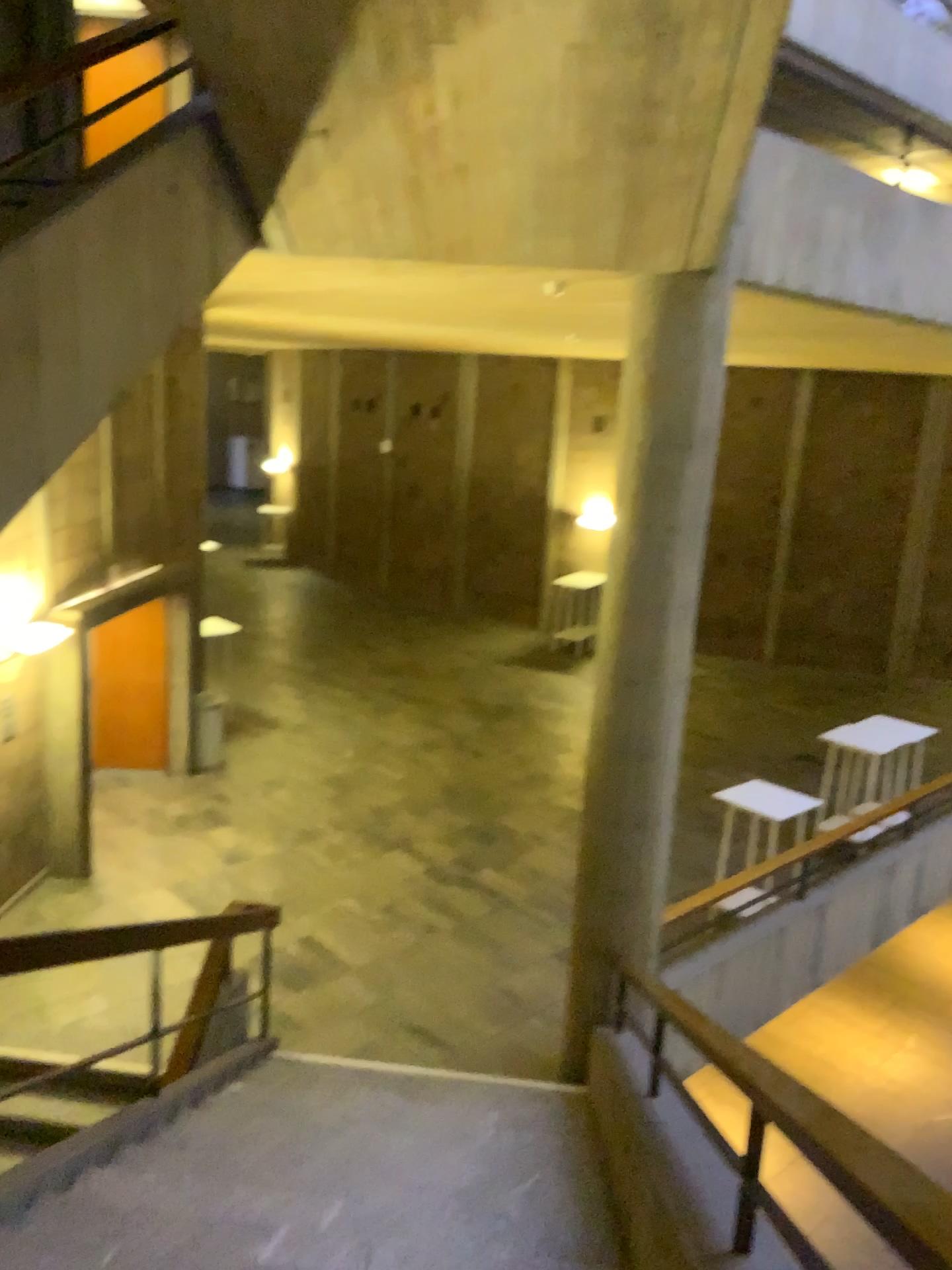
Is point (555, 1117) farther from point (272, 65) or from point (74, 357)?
point (272, 65)
